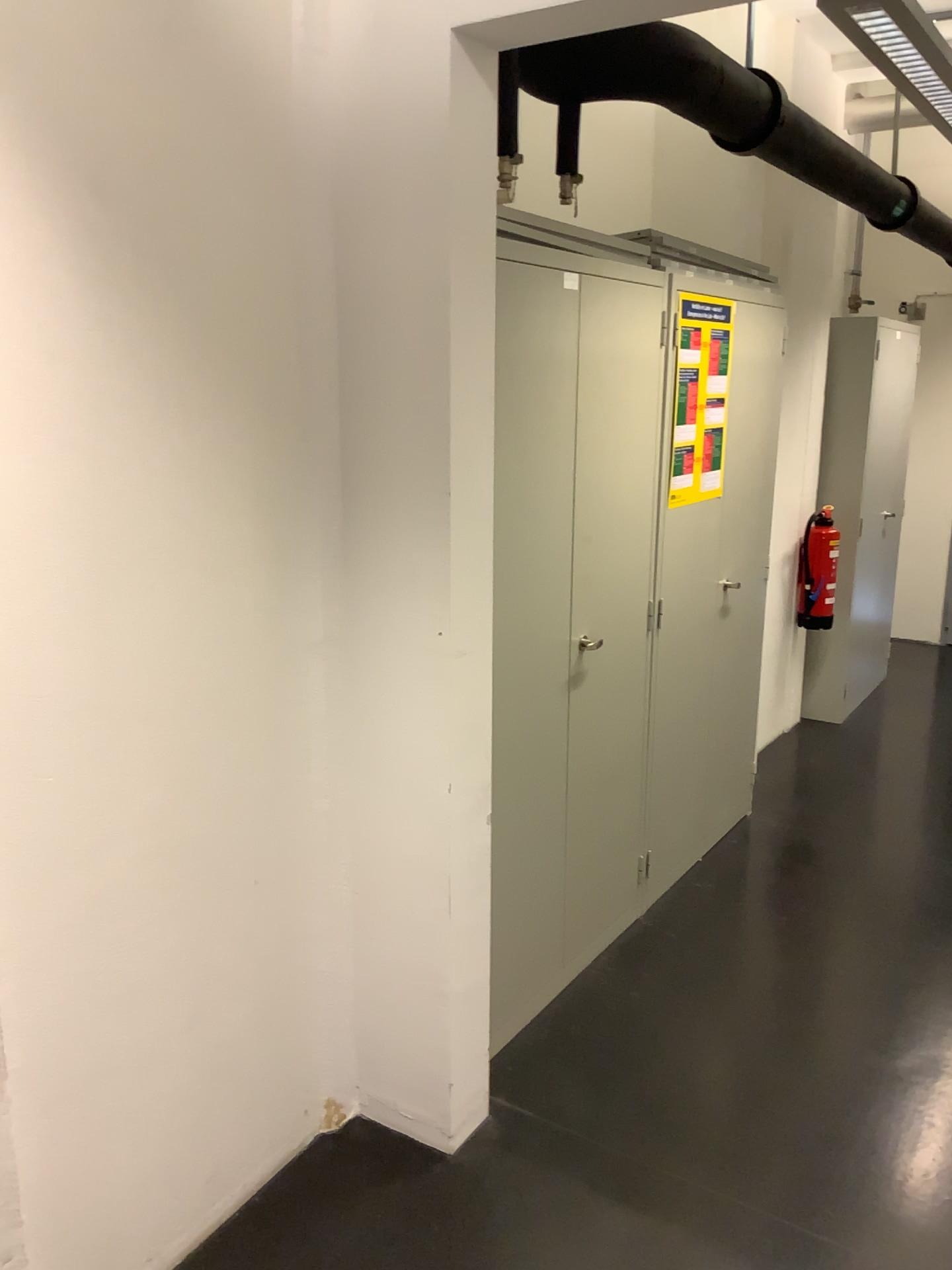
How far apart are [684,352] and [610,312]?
0.5m

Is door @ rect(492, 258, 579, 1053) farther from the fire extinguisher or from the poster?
the fire extinguisher

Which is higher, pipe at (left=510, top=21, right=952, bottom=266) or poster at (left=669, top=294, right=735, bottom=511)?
pipe at (left=510, top=21, right=952, bottom=266)

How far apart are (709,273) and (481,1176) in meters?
2.5

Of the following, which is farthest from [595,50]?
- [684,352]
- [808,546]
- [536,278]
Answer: [808,546]

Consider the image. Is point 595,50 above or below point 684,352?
above

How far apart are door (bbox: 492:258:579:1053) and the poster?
0.6 meters

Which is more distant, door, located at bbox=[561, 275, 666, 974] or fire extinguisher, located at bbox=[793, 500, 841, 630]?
fire extinguisher, located at bbox=[793, 500, 841, 630]

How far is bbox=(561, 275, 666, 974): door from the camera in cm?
266

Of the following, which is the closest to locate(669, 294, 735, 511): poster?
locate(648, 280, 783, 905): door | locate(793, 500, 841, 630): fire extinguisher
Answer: locate(648, 280, 783, 905): door
